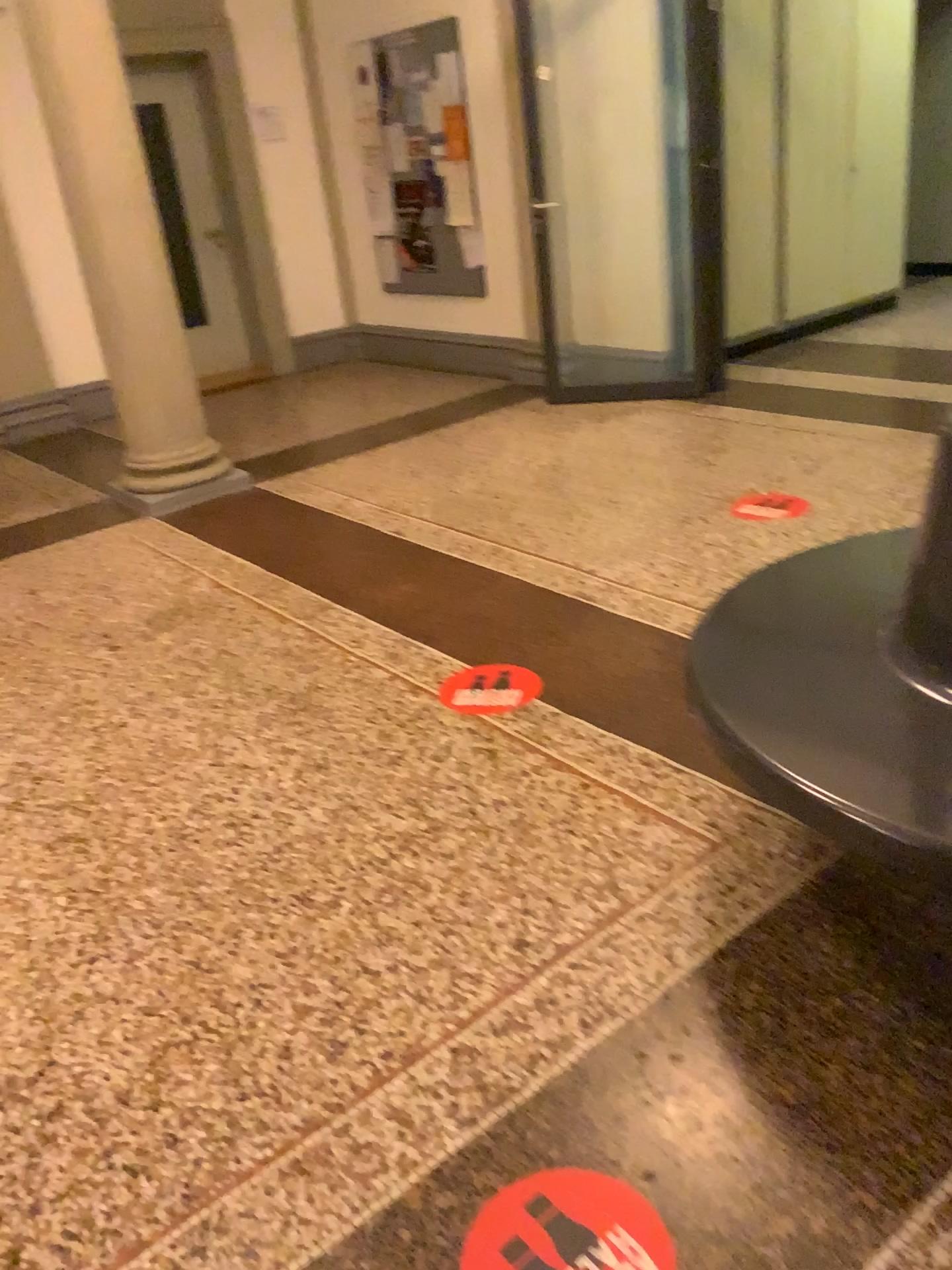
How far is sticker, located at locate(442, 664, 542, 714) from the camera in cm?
292

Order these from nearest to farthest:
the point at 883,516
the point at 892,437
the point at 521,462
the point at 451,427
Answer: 1. the point at 883,516
2. the point at 892,437
3. the point at 521,462
4. the point at 451,427

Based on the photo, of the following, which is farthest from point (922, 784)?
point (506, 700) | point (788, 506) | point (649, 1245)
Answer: point (788, 506)

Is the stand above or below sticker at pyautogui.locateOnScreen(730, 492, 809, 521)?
above

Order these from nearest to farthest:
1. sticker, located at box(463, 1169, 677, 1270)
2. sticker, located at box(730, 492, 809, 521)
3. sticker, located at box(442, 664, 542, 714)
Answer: sticker, located at box(463, 1169, 677, 1270)
sticker, located at box(442, 664, 542, 714)
sticker, located at box(730, 492, 809, 521)

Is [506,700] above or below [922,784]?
below

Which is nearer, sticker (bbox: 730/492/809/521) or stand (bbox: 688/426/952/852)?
stand (bbox: 688/426/952/852)

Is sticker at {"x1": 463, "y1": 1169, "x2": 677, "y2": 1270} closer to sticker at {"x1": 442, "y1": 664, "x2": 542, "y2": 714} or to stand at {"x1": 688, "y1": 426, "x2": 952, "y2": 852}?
stand at {"x1": 688, "y1": 426, "x2": 952, "y2": 852}

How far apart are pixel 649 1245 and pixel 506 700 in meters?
1.6

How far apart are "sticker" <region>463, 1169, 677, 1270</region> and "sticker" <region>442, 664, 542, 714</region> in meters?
1.5 m
